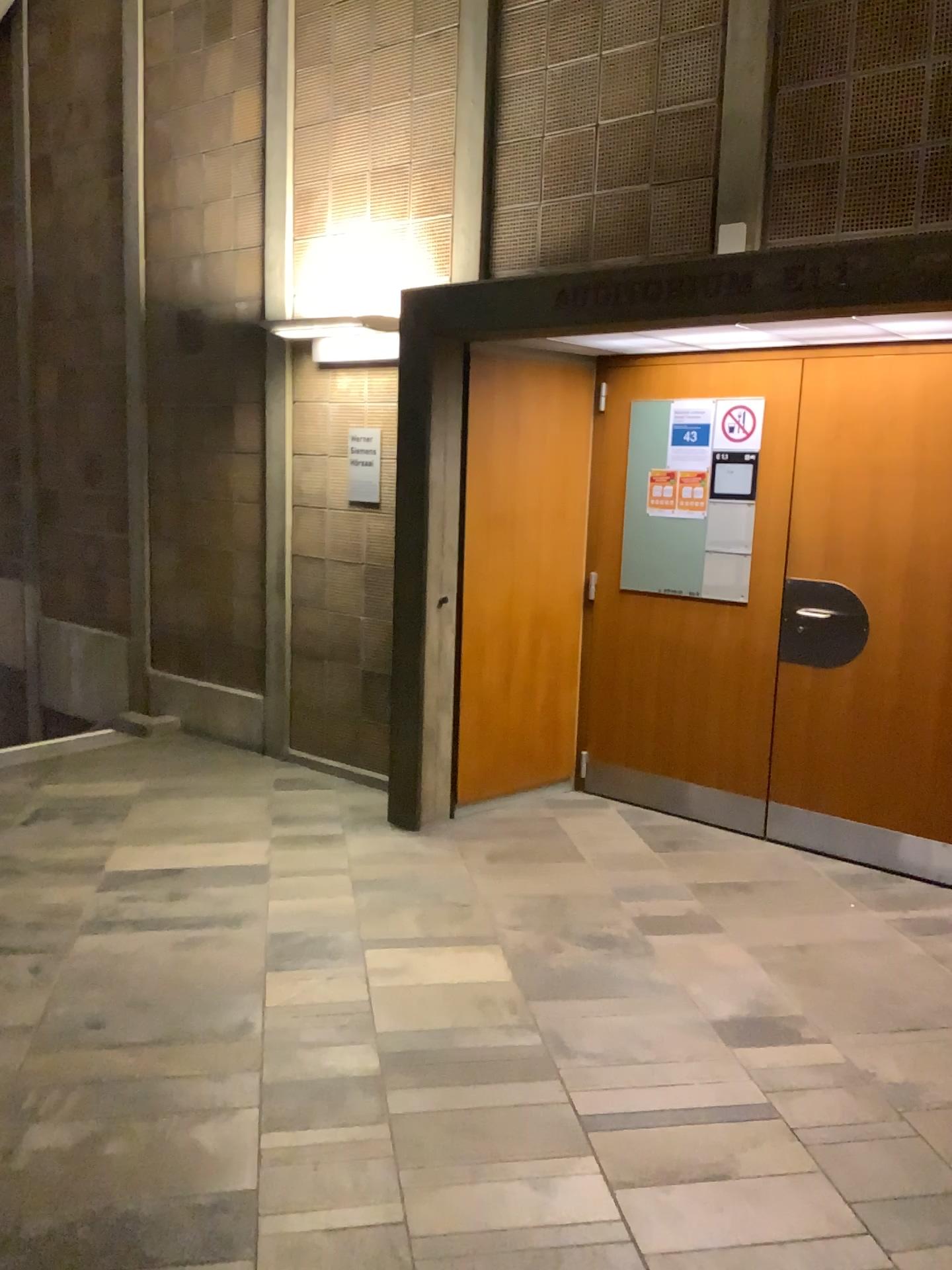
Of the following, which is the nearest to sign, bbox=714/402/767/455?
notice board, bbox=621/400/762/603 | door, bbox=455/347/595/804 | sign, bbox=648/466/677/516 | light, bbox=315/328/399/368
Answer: → notice board, bbox=621/400/762/603

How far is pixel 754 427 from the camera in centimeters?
447cm

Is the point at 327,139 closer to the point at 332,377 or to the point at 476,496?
the point at 332,377

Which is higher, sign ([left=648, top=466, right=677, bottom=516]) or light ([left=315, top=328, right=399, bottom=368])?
light ([left=315, top=328, right=399, bottom=368])

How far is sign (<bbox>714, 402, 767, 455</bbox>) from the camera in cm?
447

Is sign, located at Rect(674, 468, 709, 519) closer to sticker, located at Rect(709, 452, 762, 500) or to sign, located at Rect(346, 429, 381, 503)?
sticker, located at Rect(709, 452, 762, 500)

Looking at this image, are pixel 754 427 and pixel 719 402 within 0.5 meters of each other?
yes

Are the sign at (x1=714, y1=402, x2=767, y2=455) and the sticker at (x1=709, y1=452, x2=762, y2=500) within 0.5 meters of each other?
yes

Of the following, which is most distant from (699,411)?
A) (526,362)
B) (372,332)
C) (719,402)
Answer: (372,332)

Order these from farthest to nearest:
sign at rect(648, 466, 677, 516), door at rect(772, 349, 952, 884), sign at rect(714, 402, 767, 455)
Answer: sign at rect(648, 466, 677, 516)
sign at rect(714, 402, 767, 455)
door at rect(772, 349, 952, 884)
